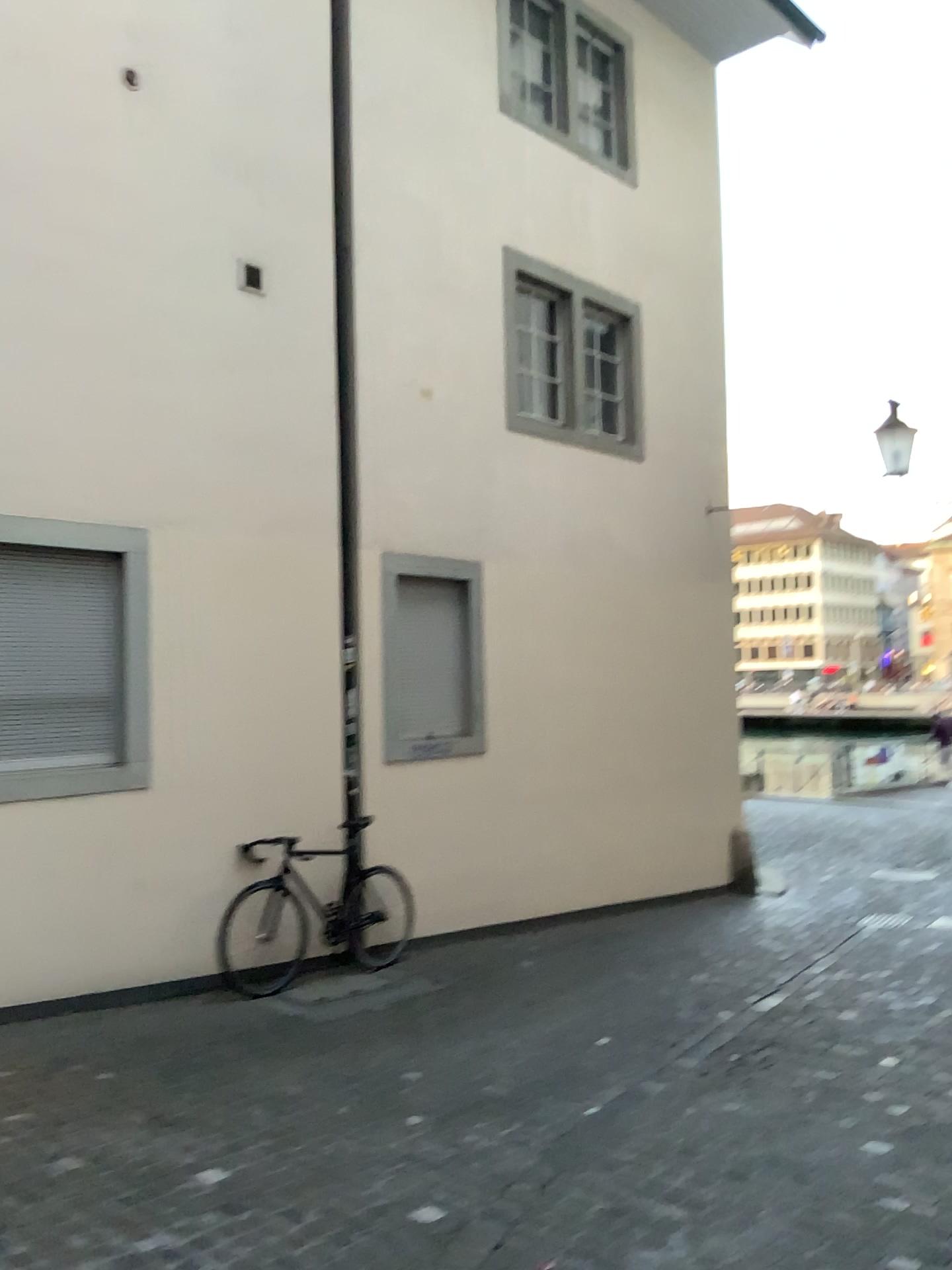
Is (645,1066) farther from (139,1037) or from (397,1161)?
(139,1037)
